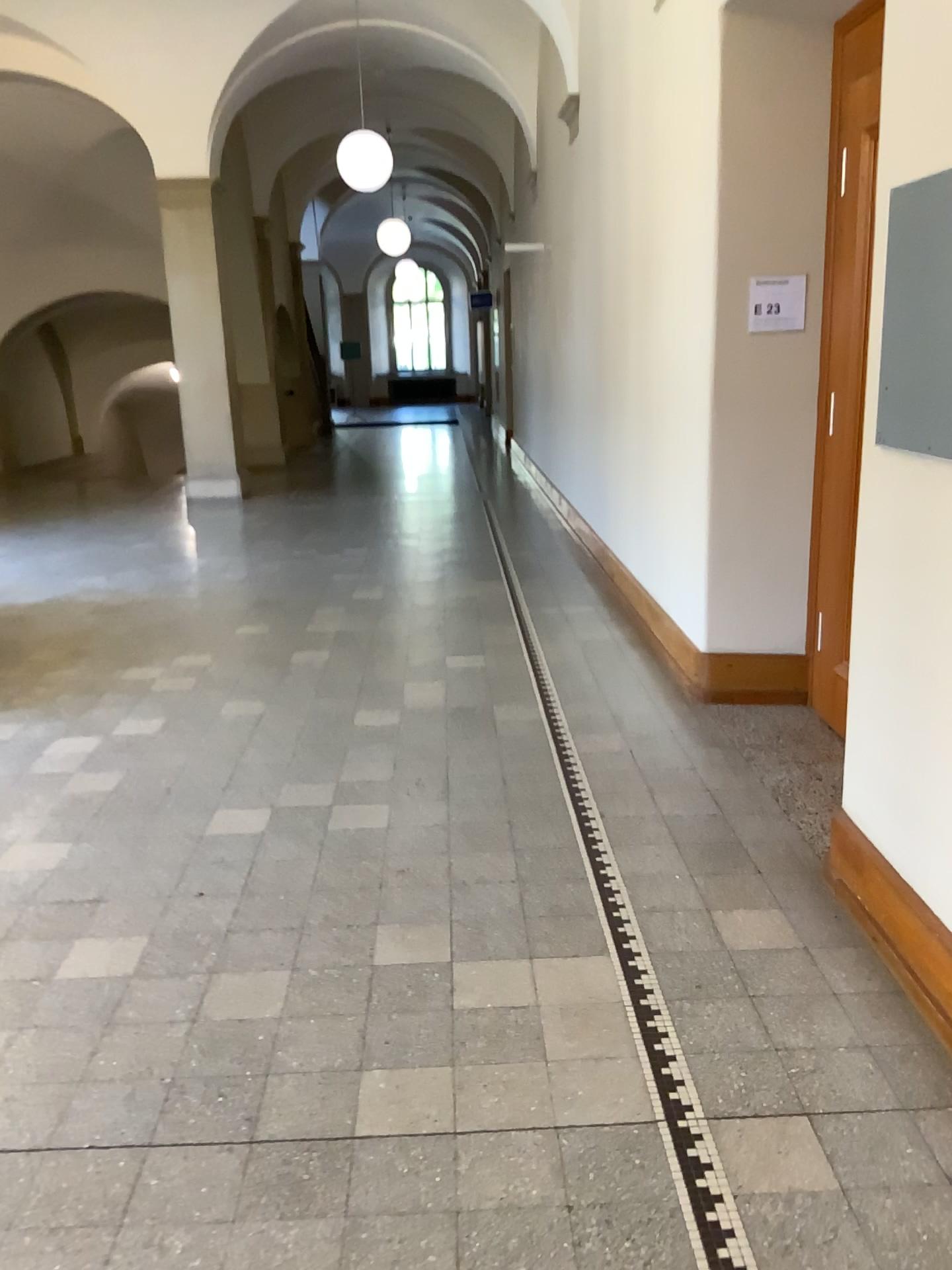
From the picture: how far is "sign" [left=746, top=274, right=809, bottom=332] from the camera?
4.16m

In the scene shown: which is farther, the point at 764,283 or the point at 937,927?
the point at 764,283

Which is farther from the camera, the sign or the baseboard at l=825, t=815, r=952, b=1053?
the sign

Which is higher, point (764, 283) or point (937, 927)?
point (764, 283)

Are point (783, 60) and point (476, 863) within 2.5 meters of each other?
no

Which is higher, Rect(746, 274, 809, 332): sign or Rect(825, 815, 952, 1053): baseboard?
Rect(746, 274, 809, 332): sign

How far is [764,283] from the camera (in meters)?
4.16
